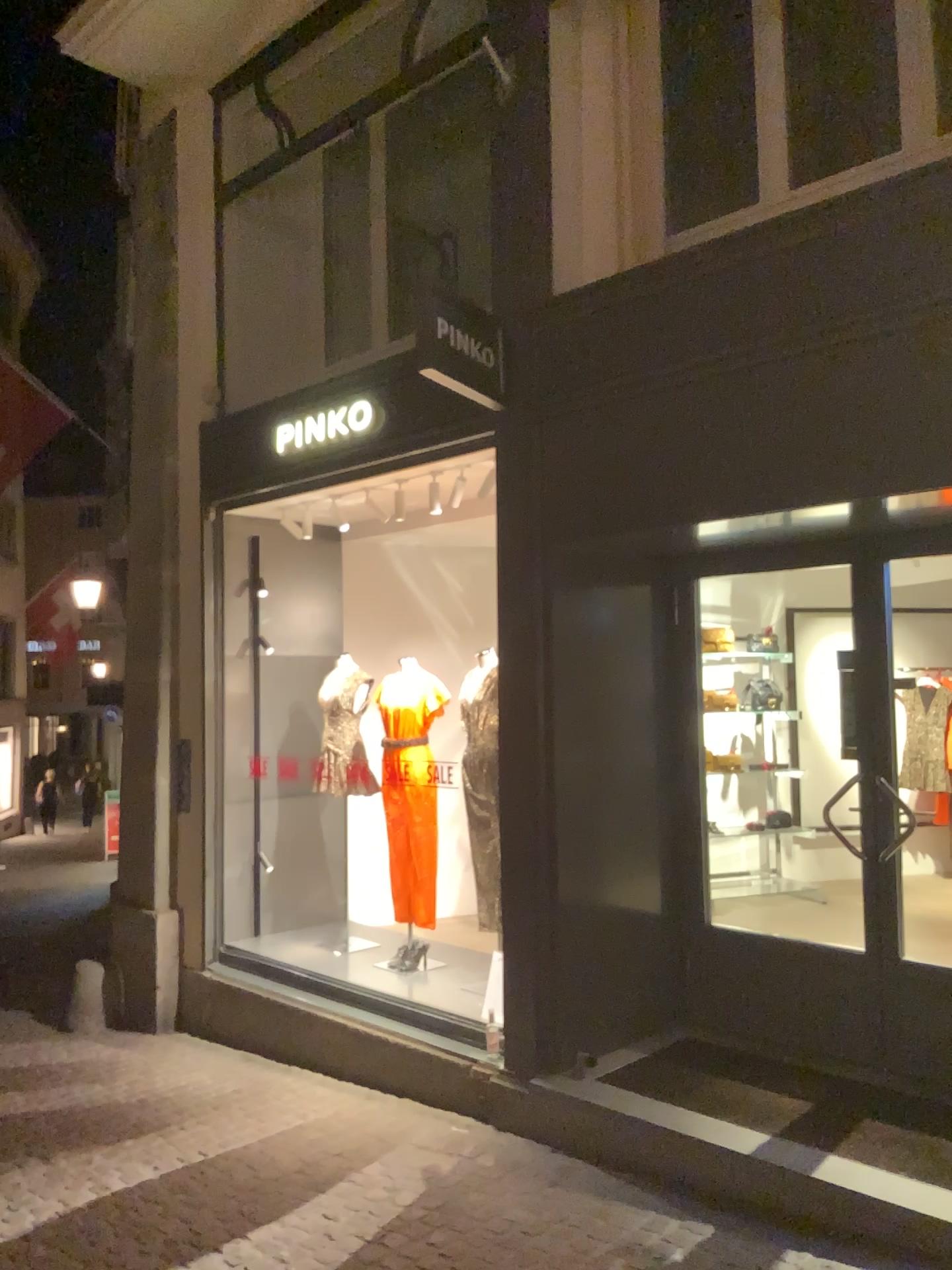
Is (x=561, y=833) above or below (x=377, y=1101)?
above
